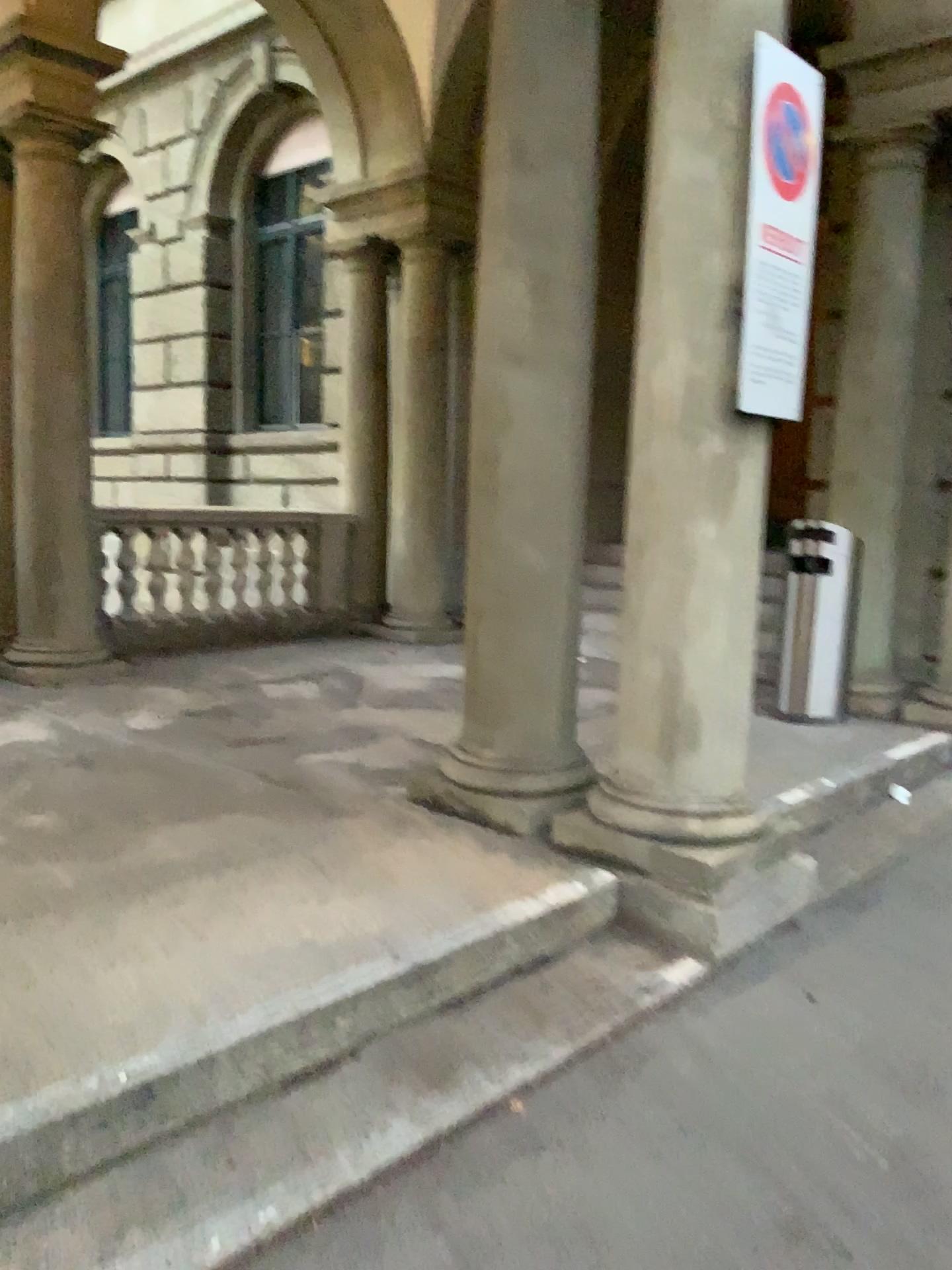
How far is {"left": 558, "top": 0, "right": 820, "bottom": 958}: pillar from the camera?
3.0 meters

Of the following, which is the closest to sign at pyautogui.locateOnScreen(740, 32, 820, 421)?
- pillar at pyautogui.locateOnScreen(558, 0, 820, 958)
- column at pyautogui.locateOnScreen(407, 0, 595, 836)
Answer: pillar at pyautogui.locateOnScreen(558, 0, 820, 958)

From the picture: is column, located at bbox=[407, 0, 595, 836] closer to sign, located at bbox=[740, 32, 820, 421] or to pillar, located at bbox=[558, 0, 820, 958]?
pillar, located at bbox=[558, 0, 820, 958]

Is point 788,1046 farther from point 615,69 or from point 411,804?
point 615,69

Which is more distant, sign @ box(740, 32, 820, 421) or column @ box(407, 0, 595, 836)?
column @ box(407, 0, 595, 836)

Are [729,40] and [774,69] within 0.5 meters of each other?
yes

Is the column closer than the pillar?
No

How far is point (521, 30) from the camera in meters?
3.4 m

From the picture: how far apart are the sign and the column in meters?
0.6

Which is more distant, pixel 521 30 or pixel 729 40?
pixel 521 30
